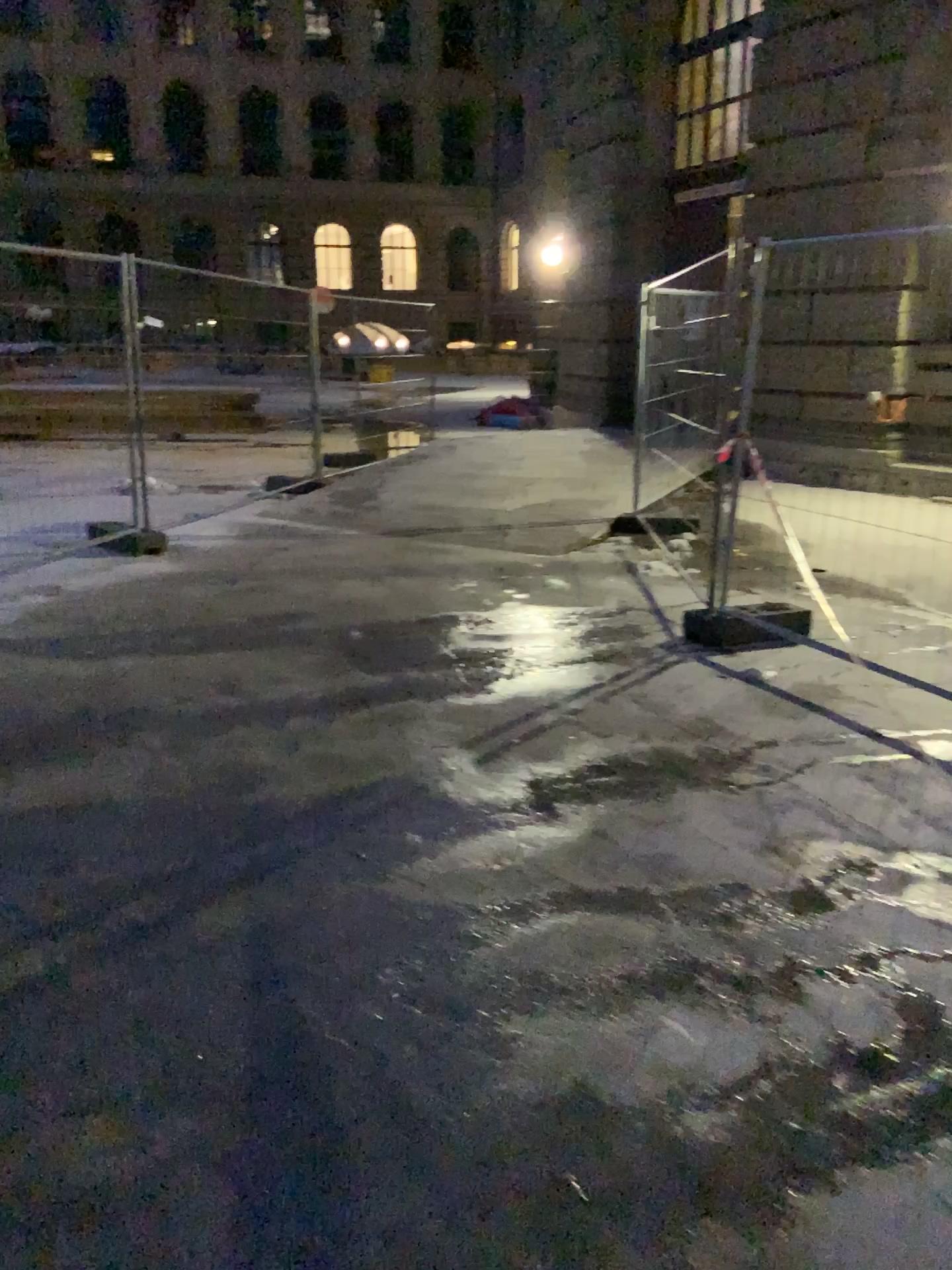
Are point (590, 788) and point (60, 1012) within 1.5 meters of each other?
no
